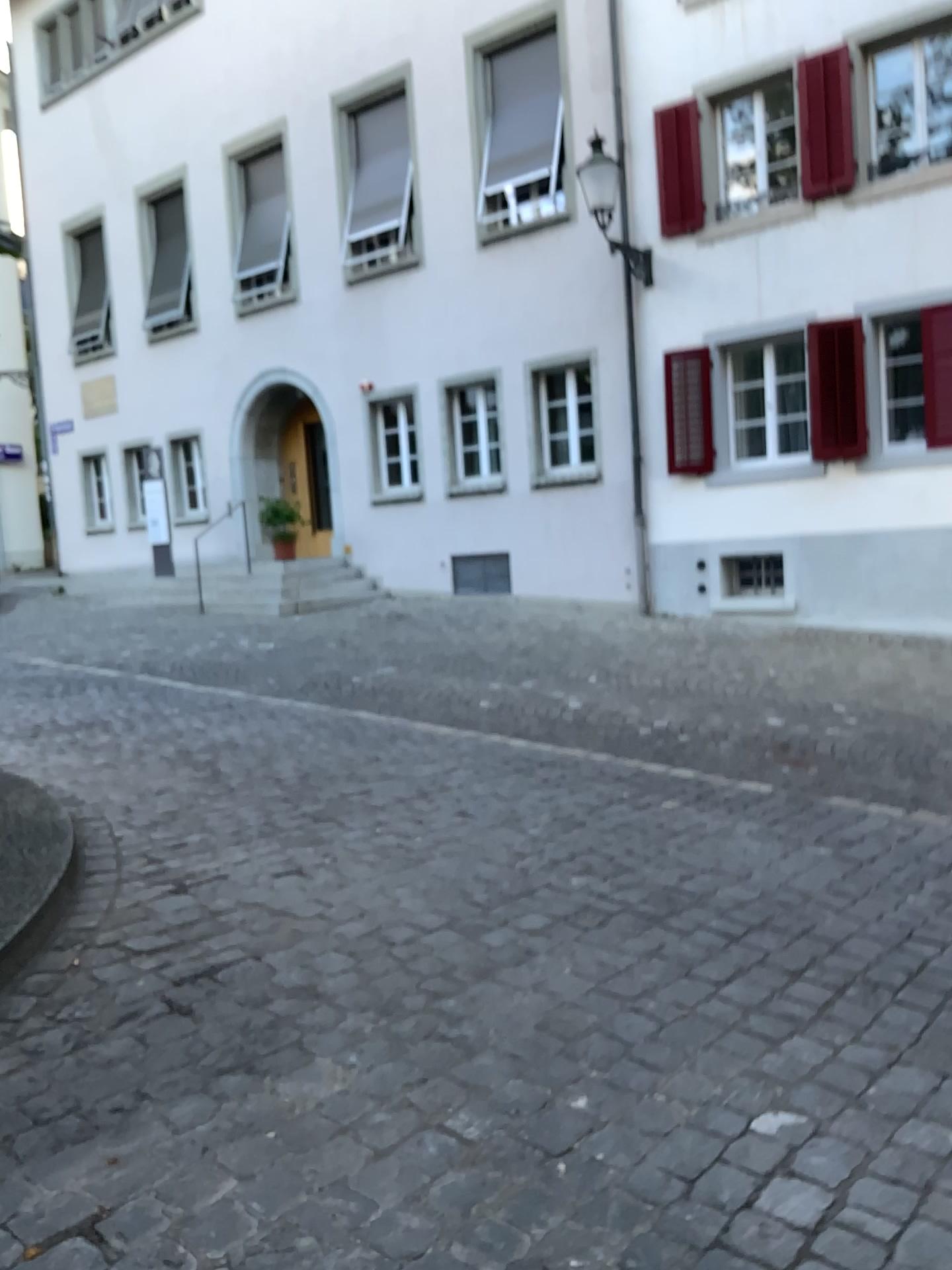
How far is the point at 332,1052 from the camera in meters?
2.6
